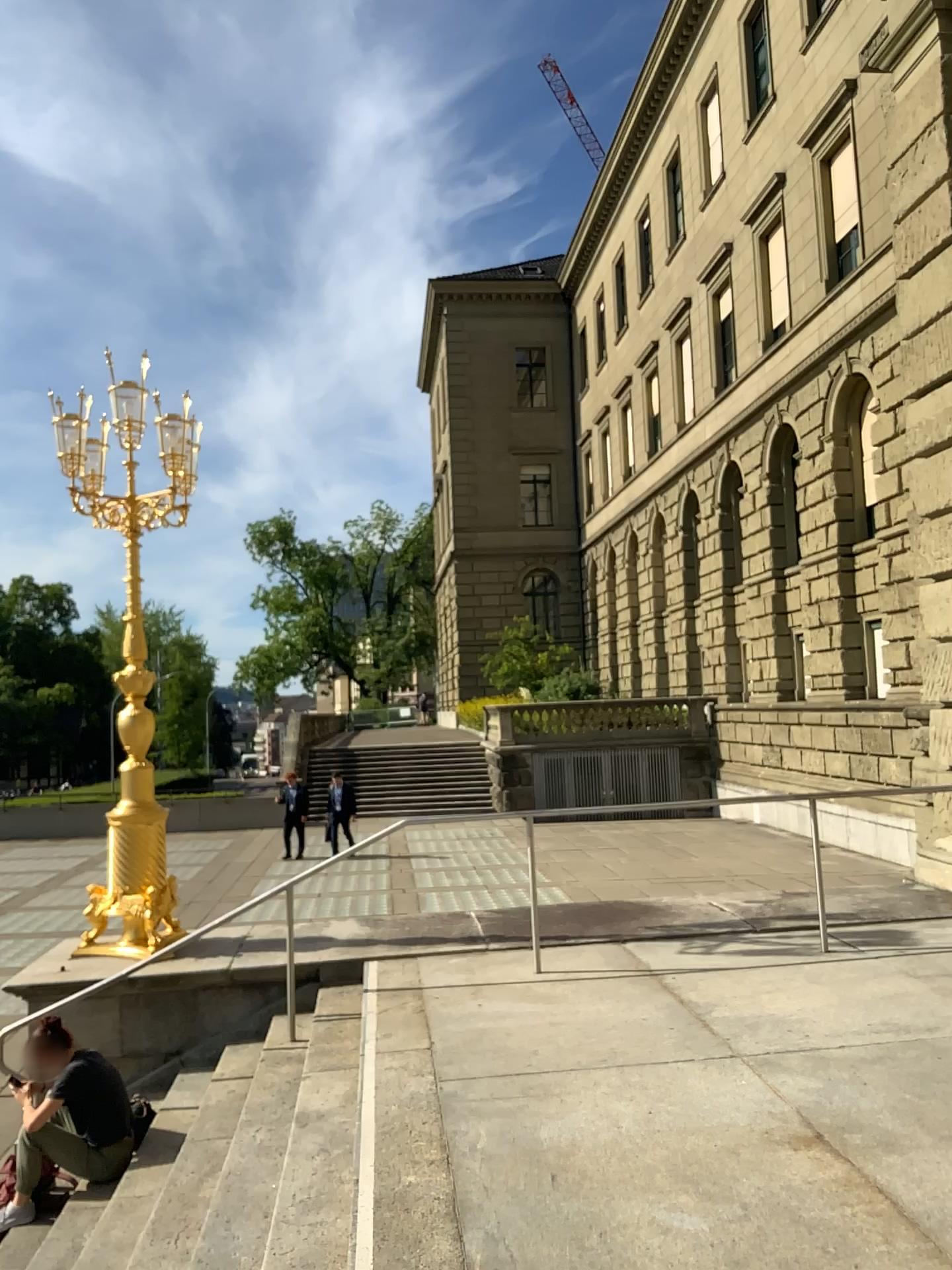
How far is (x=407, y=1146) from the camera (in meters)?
4.26
